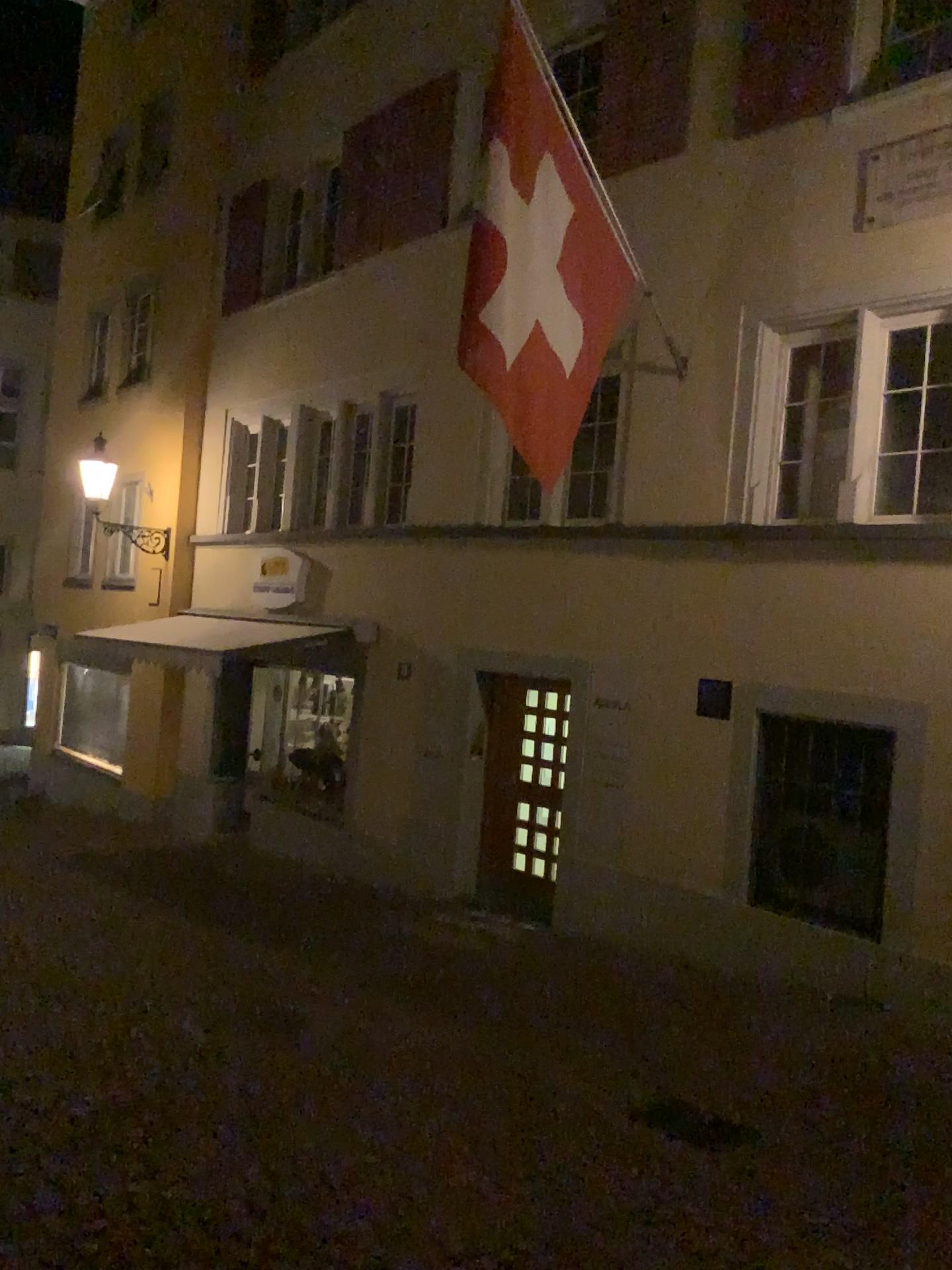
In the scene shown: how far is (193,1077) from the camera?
4.7 meters
